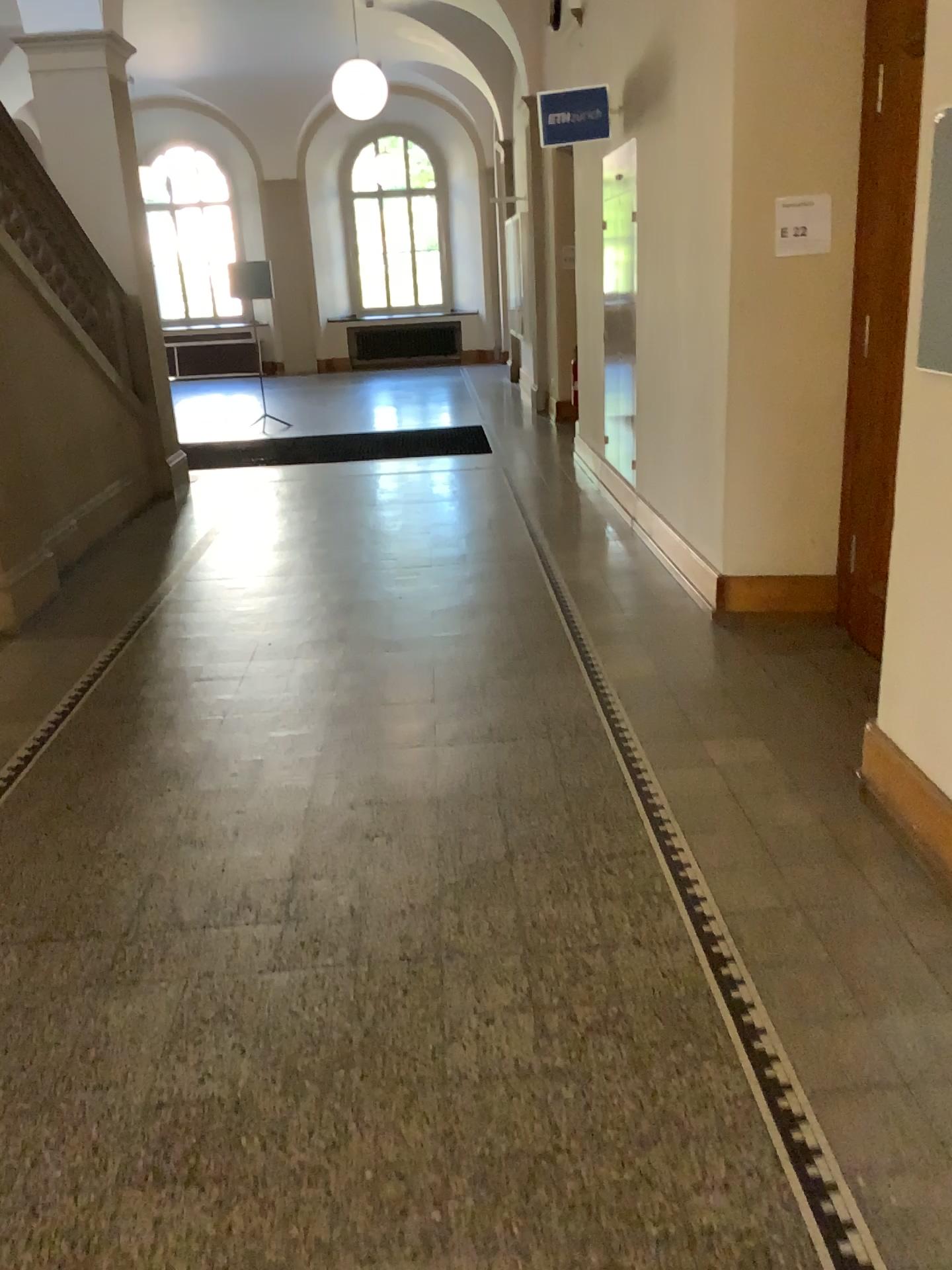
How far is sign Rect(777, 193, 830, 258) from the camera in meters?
4.2 m

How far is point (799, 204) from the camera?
4.2m

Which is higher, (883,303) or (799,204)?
(799,204)

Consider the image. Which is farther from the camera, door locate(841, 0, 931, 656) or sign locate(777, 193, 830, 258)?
sign locate(777, 193, 830, 258)

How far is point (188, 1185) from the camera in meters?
1.9

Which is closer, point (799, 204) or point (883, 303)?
point (883, 303)
